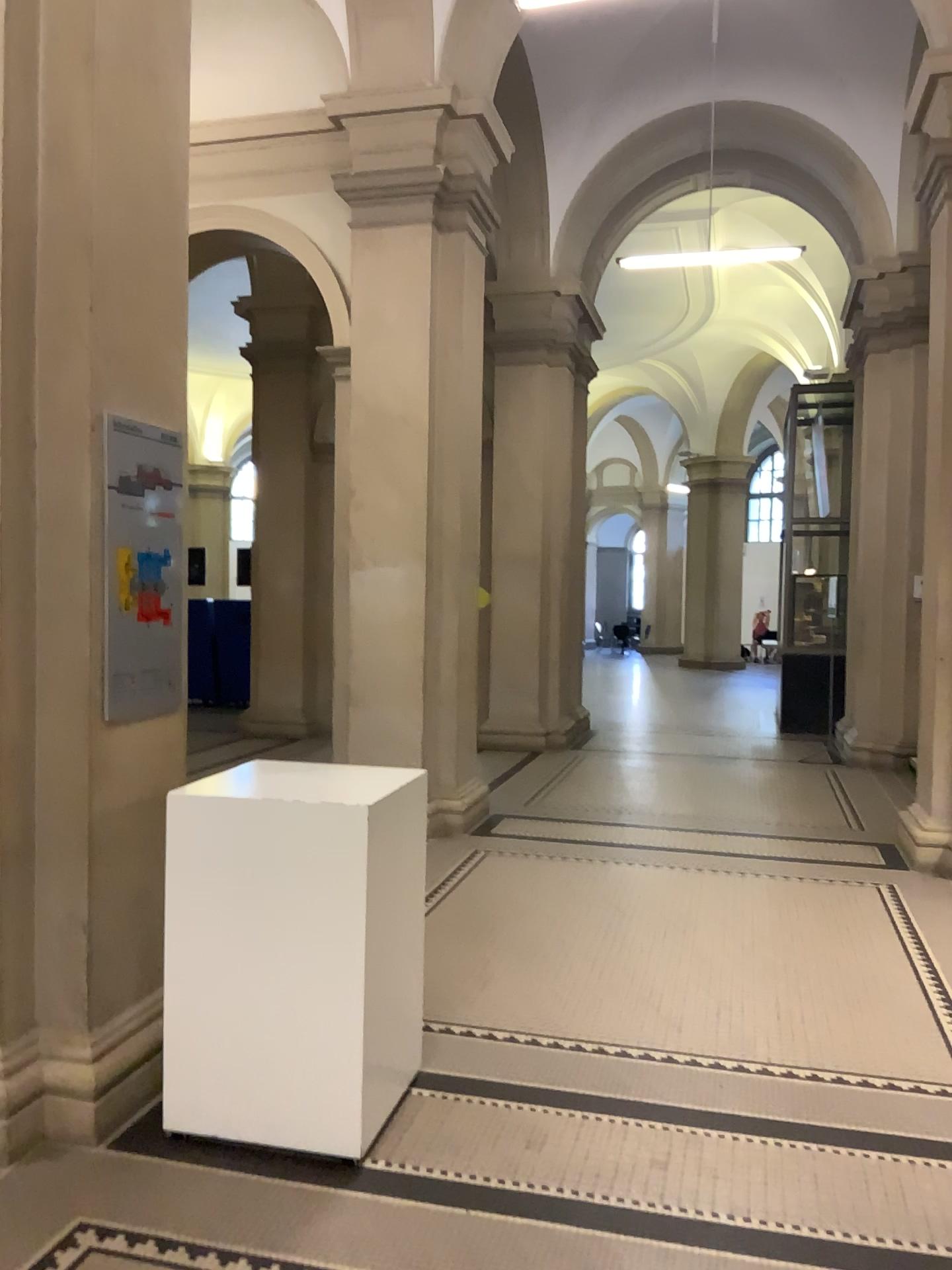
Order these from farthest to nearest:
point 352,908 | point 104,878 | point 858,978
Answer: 1. point 858,978
2. point 104,878
3. point 352,908

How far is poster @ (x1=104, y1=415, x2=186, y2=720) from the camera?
3.14m

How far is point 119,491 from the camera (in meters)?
3.14
